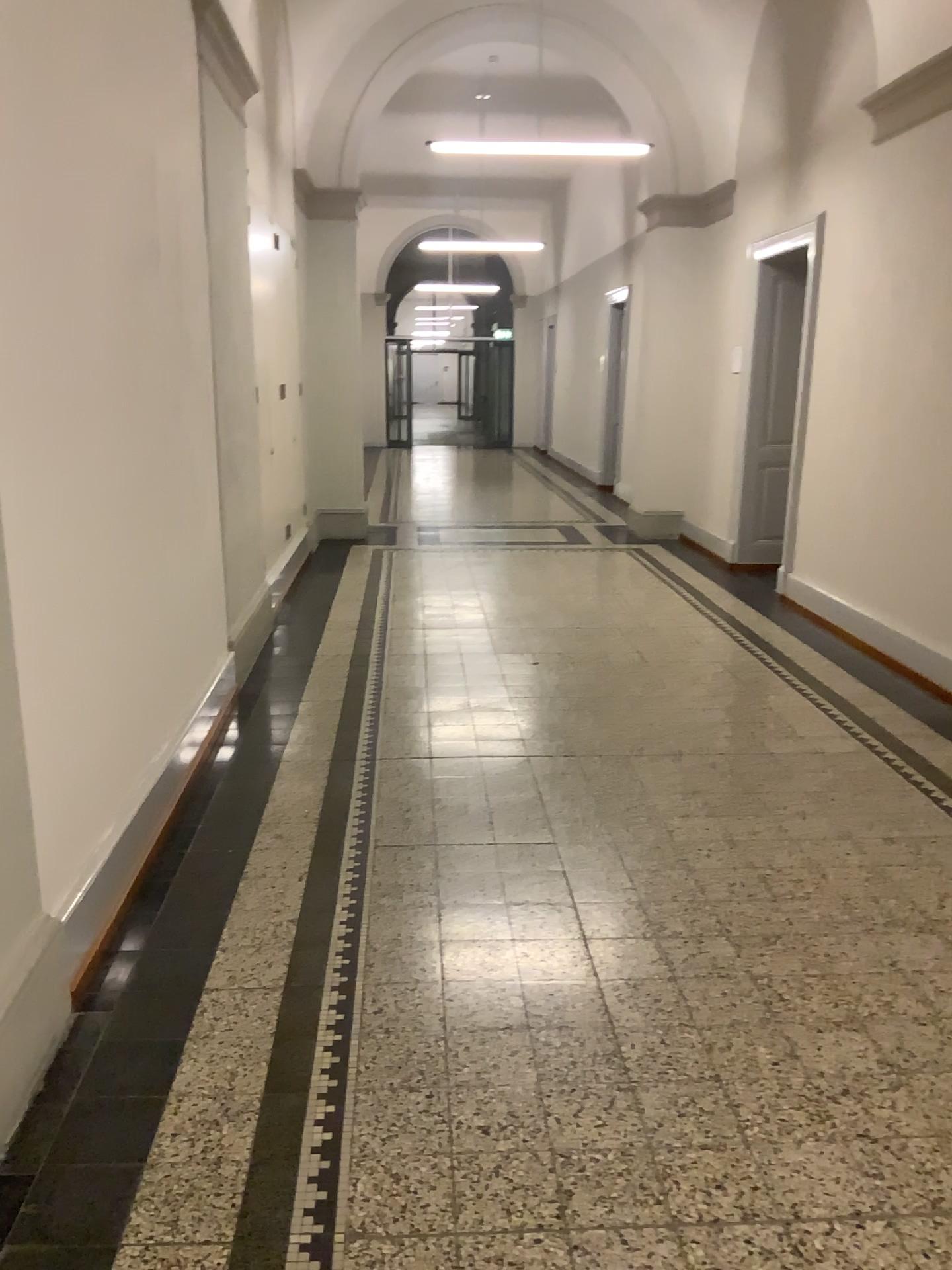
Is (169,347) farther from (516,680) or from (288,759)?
(516,680)
